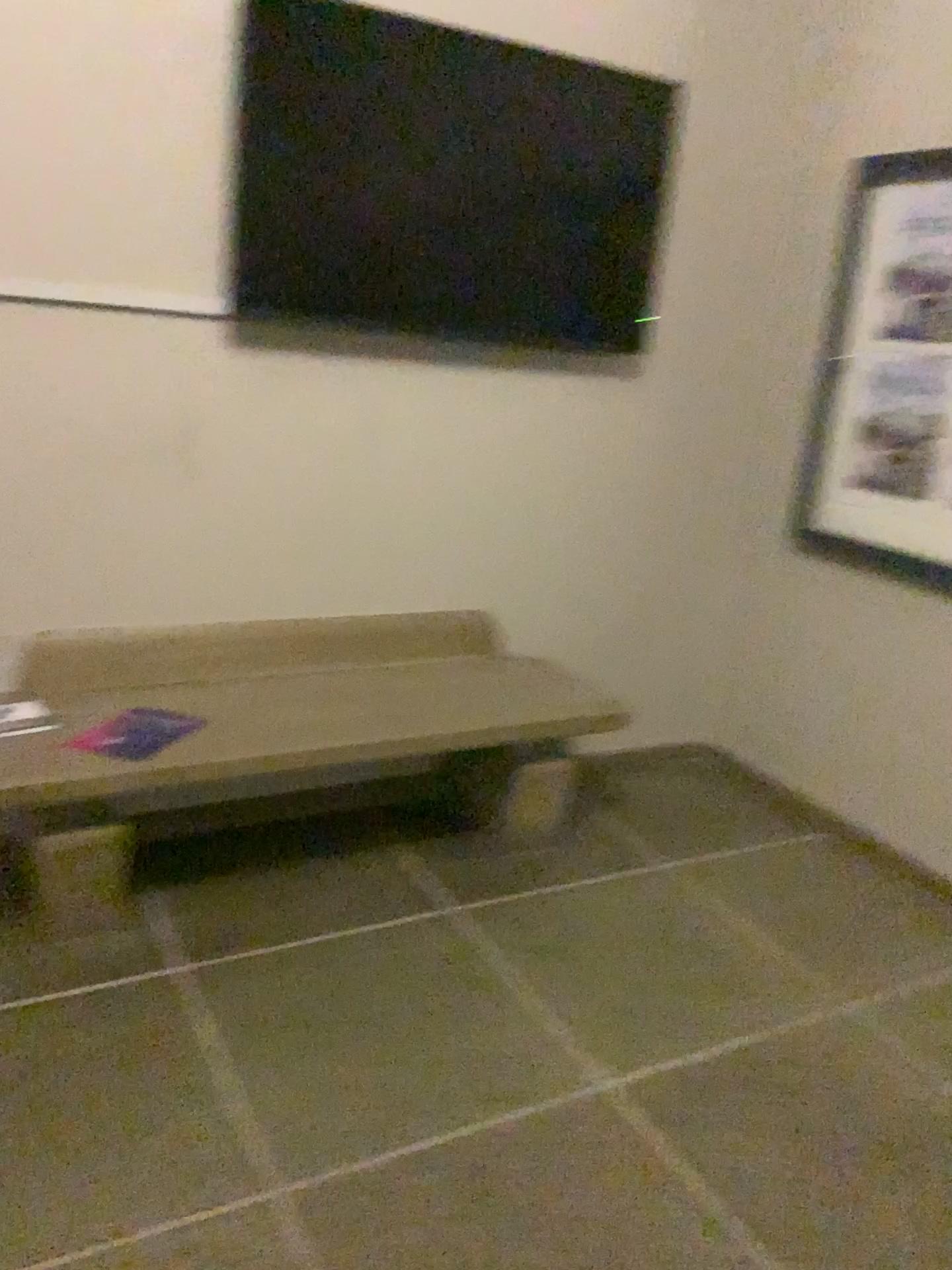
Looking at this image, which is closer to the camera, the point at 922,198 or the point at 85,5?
the point at 85,5

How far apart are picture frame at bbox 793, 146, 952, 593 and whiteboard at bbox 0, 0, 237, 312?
1.8m

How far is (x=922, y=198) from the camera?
2.9 meters

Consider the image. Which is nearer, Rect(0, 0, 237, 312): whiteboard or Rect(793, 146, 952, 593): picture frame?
Rect(0, 0, 237, 312): whiteboard

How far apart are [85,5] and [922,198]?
2.15m

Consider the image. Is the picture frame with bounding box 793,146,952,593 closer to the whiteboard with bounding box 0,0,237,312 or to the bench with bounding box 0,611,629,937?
the bench with bounding box 0,611,629,937

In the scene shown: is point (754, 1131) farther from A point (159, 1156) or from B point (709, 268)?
B point (709, 268)

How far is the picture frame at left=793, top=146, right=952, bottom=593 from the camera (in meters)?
2.88

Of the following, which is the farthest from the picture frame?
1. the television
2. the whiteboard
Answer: the whiteboard

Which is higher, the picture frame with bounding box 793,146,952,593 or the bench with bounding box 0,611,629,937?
the picture frame with bounding box 793,146,952,593
